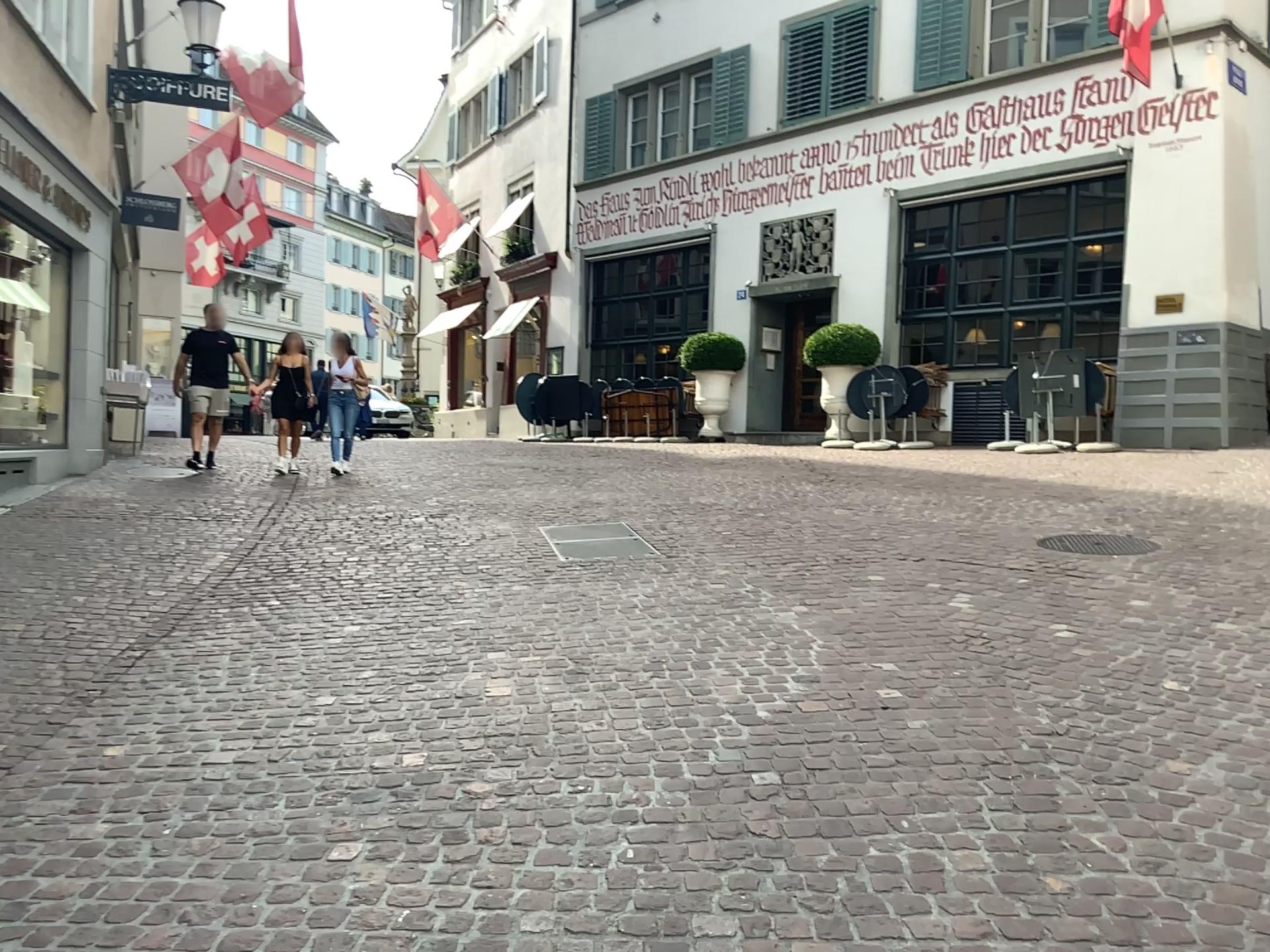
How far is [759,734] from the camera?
3.75m
